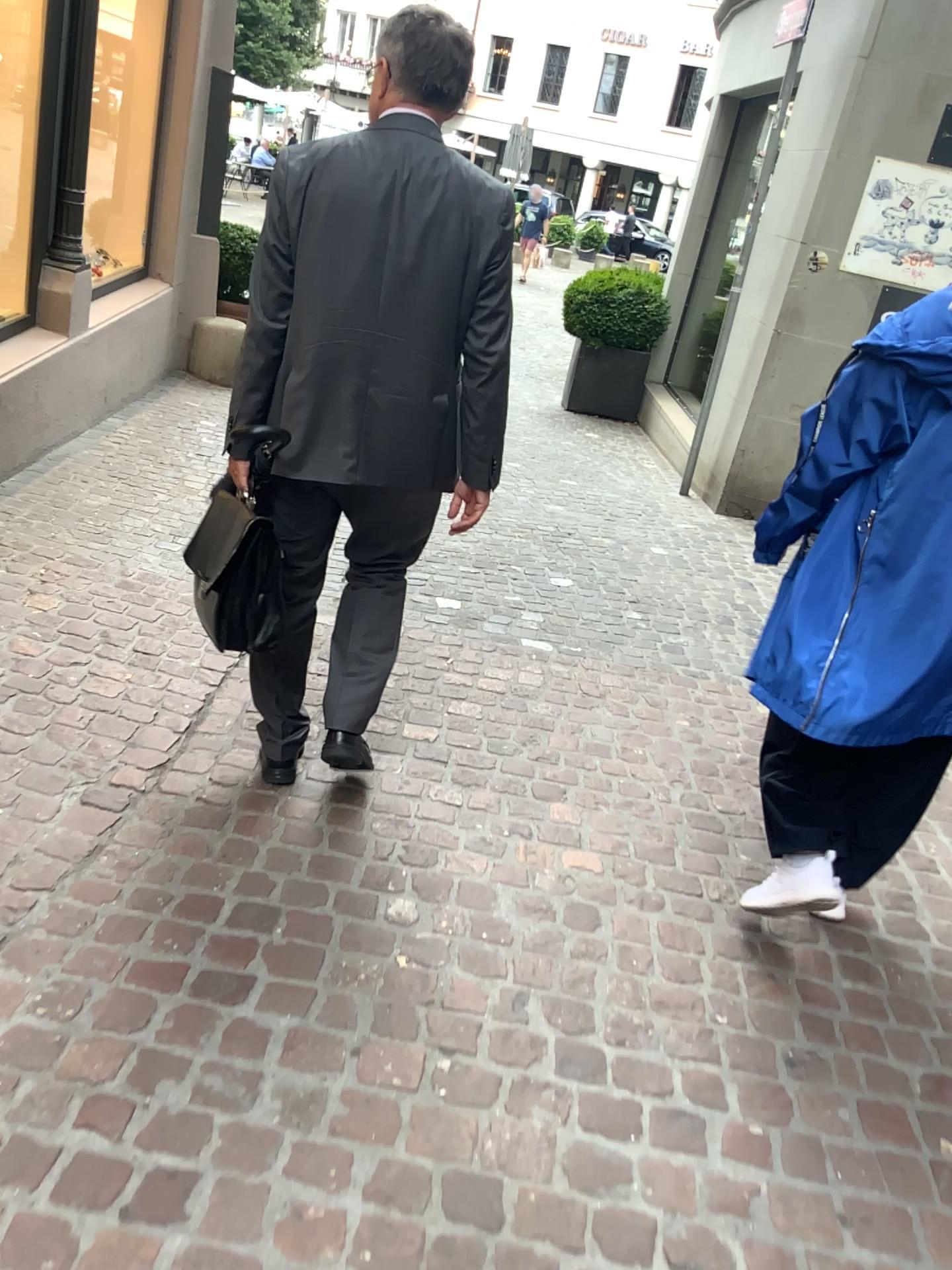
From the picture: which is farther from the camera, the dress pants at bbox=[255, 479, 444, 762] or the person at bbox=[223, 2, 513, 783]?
the dress pants at bbox=[255, 479, 444, 762]

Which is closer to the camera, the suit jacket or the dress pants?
the suit jacket

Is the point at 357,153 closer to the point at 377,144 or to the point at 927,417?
the point at 377,144

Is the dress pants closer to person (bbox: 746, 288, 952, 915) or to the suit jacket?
the suit jacket

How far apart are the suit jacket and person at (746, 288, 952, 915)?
0.6 meters

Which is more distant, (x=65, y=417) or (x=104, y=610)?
(x=65, y=417)

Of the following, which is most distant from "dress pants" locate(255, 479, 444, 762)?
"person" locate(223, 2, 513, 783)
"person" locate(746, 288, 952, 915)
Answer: "person" locate(746, 288, 952, 915)

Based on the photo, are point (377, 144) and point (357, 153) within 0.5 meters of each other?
yes

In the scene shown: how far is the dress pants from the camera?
2.2m

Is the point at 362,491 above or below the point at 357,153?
below
